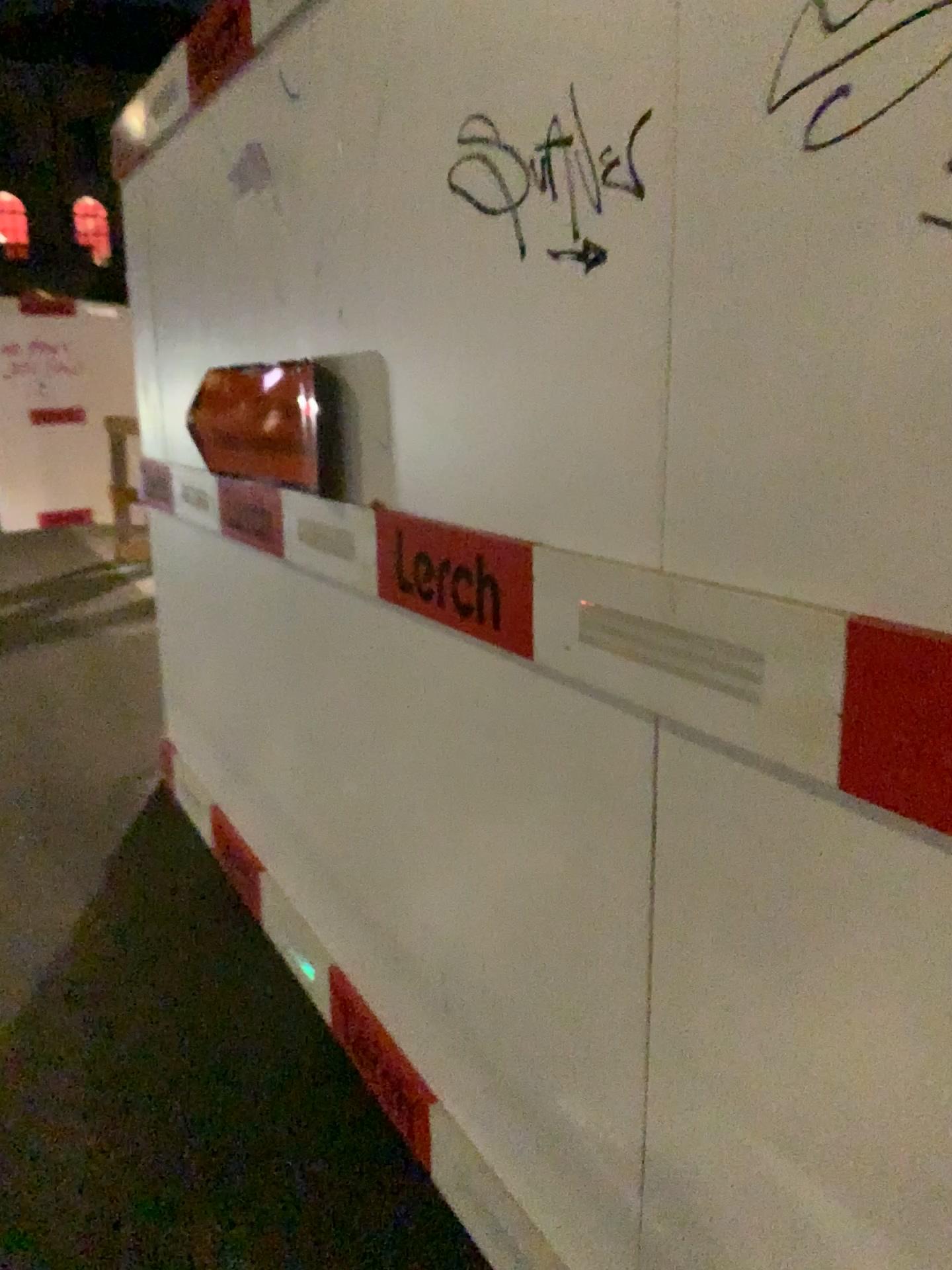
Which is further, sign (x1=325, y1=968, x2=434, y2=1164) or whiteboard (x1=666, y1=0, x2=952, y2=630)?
sign (x1=325, y1=968, x2=434, y2=1164)

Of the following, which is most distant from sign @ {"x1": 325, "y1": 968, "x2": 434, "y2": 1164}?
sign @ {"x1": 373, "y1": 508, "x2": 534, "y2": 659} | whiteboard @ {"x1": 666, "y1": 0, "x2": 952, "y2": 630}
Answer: whiteboard @ {"x1": 666, "y1": 0, "x2": 952, "y2": 630}

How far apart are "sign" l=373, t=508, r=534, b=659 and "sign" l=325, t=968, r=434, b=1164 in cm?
85

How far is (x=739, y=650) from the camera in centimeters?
98cm

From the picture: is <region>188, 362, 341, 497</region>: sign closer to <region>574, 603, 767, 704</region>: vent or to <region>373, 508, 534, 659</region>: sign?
<region>373, 508, 534, 659</region>: sign

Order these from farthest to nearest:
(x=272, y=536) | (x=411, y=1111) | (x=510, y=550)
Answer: (x=272, y=536) < (x=411, y=1111) < (x=510, y=550)

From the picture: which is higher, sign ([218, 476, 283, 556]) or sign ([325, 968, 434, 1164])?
sign ([218, 476, 283, 556])

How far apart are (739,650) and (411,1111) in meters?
1.3 m

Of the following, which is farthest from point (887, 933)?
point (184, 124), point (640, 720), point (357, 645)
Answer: point (184, 124)

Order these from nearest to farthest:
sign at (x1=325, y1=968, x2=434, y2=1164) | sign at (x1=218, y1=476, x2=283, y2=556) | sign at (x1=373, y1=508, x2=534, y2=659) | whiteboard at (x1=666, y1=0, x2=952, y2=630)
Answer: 1. whiteboard at (x1=666, y1=0, x2=952, y2=630)
2. sign at (x1=373, y1=508, x2=534, y2=659)
3. sign at (x1=325, y1=968, x2=434, y2=1164)
4. sign at (x1=218, y1=476, x2=283, y2=556)
